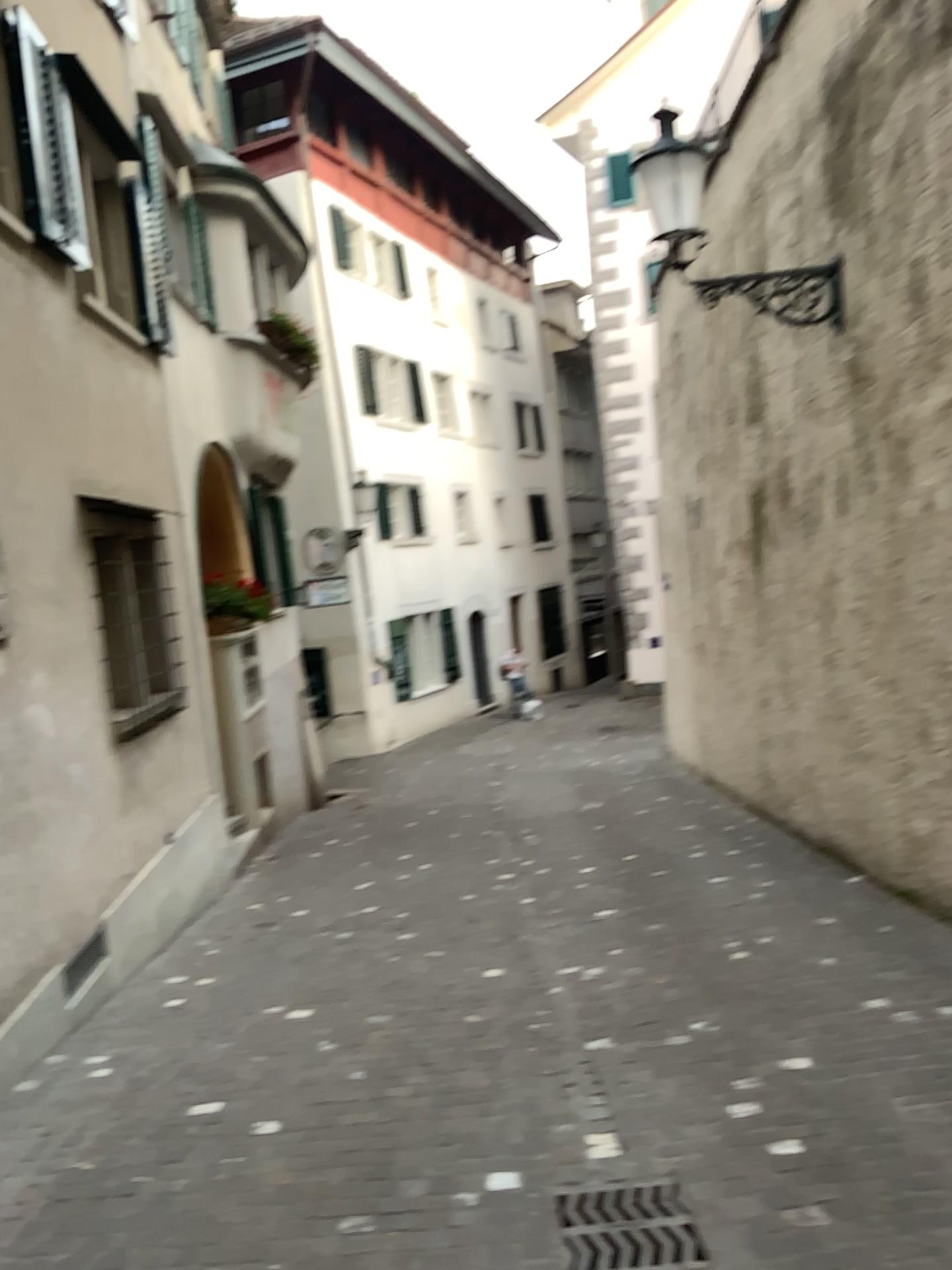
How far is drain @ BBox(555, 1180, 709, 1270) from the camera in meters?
2.8

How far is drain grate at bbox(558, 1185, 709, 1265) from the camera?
2.8 meters

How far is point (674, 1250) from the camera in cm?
279

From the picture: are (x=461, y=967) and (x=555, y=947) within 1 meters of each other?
yes

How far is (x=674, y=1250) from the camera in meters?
2.8
